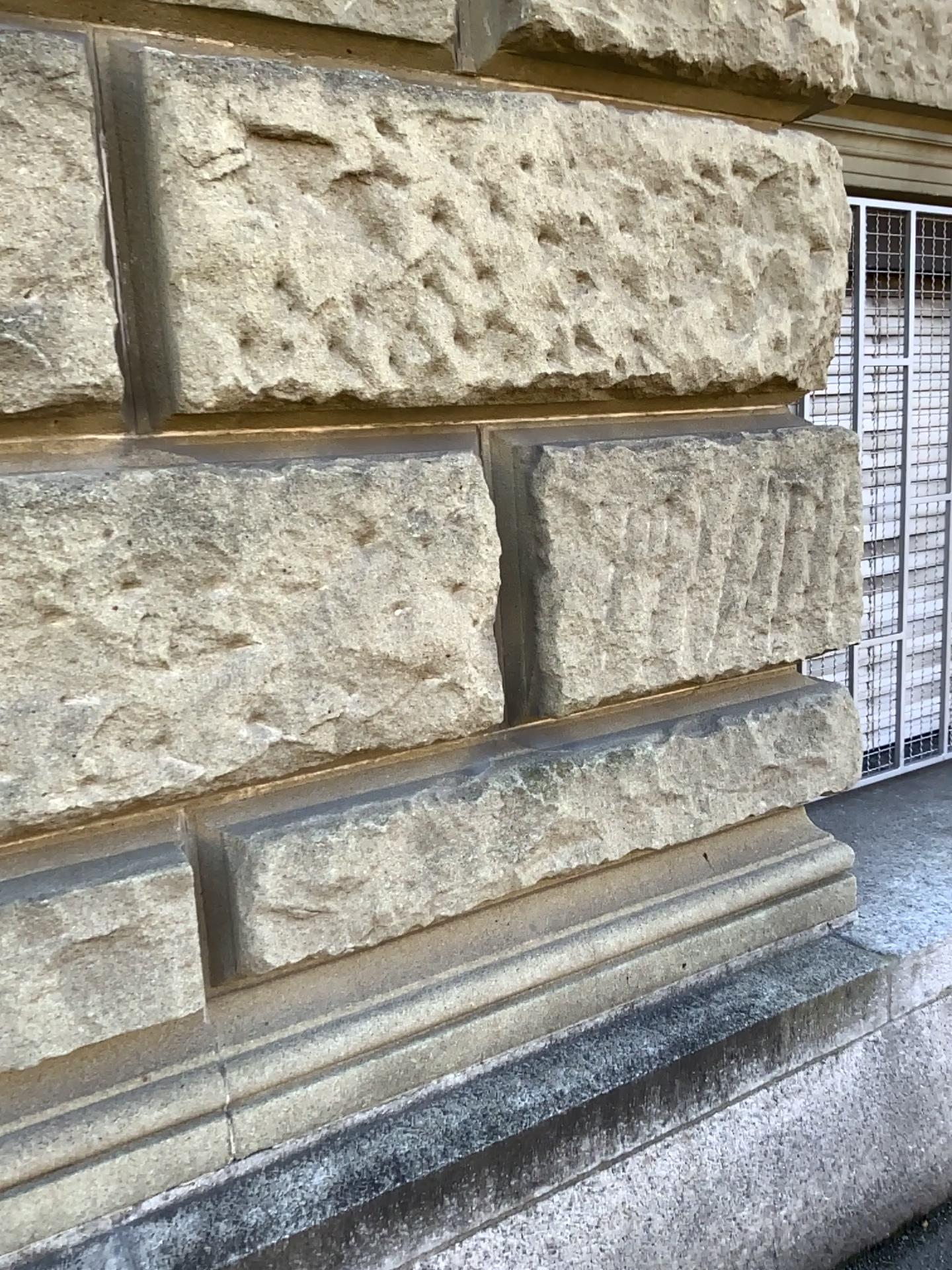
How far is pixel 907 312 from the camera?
2.81m

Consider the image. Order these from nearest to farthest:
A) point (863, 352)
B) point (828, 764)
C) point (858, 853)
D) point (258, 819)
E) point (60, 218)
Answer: point (60, 218) → point (258, 819) → point (828, 764) → point (858, 853) → point (863, 352)

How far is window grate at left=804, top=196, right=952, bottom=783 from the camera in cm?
281
